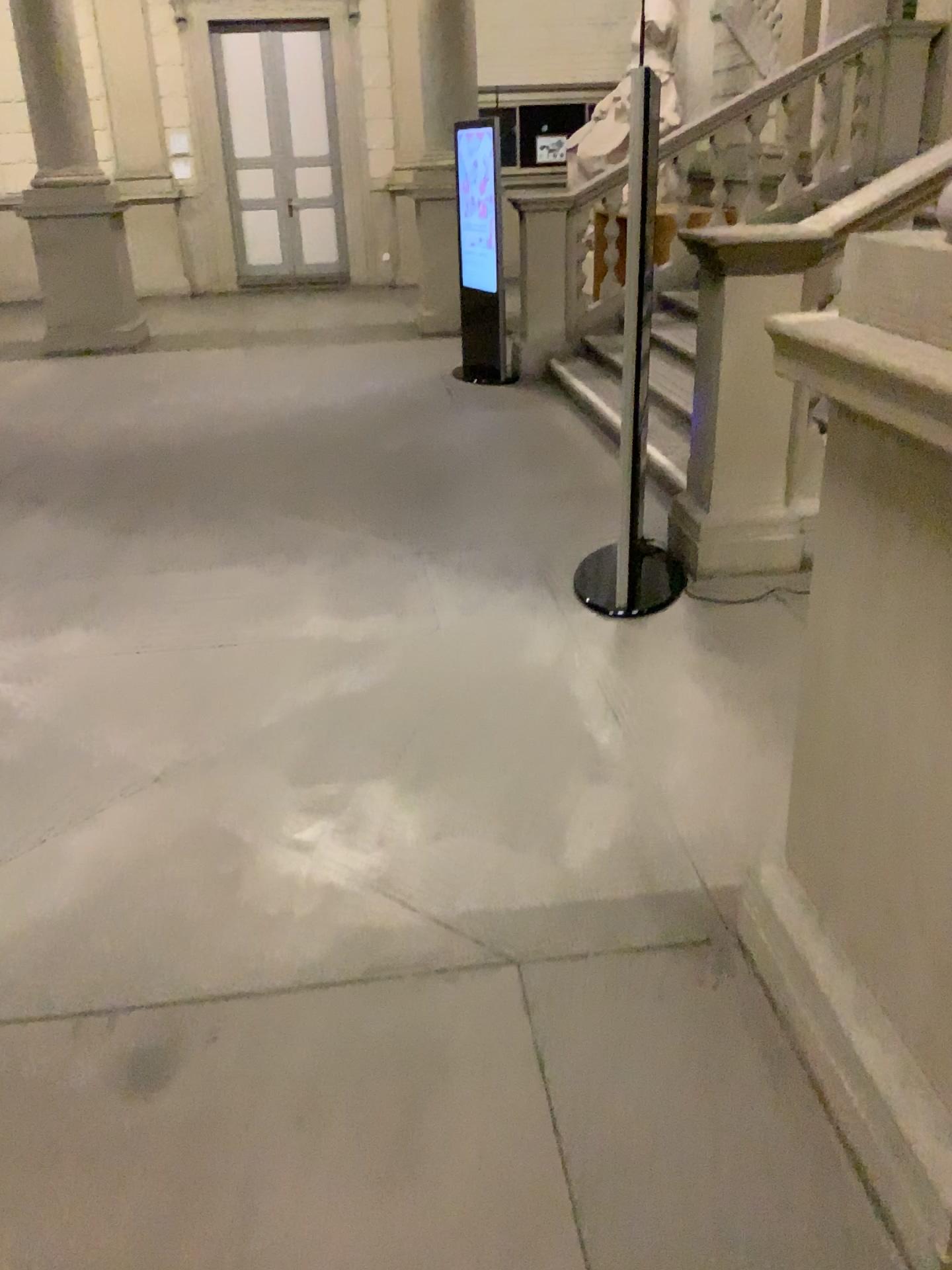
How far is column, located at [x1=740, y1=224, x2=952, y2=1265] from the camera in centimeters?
153cm

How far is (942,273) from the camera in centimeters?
153cm

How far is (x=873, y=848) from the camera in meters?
1.8
